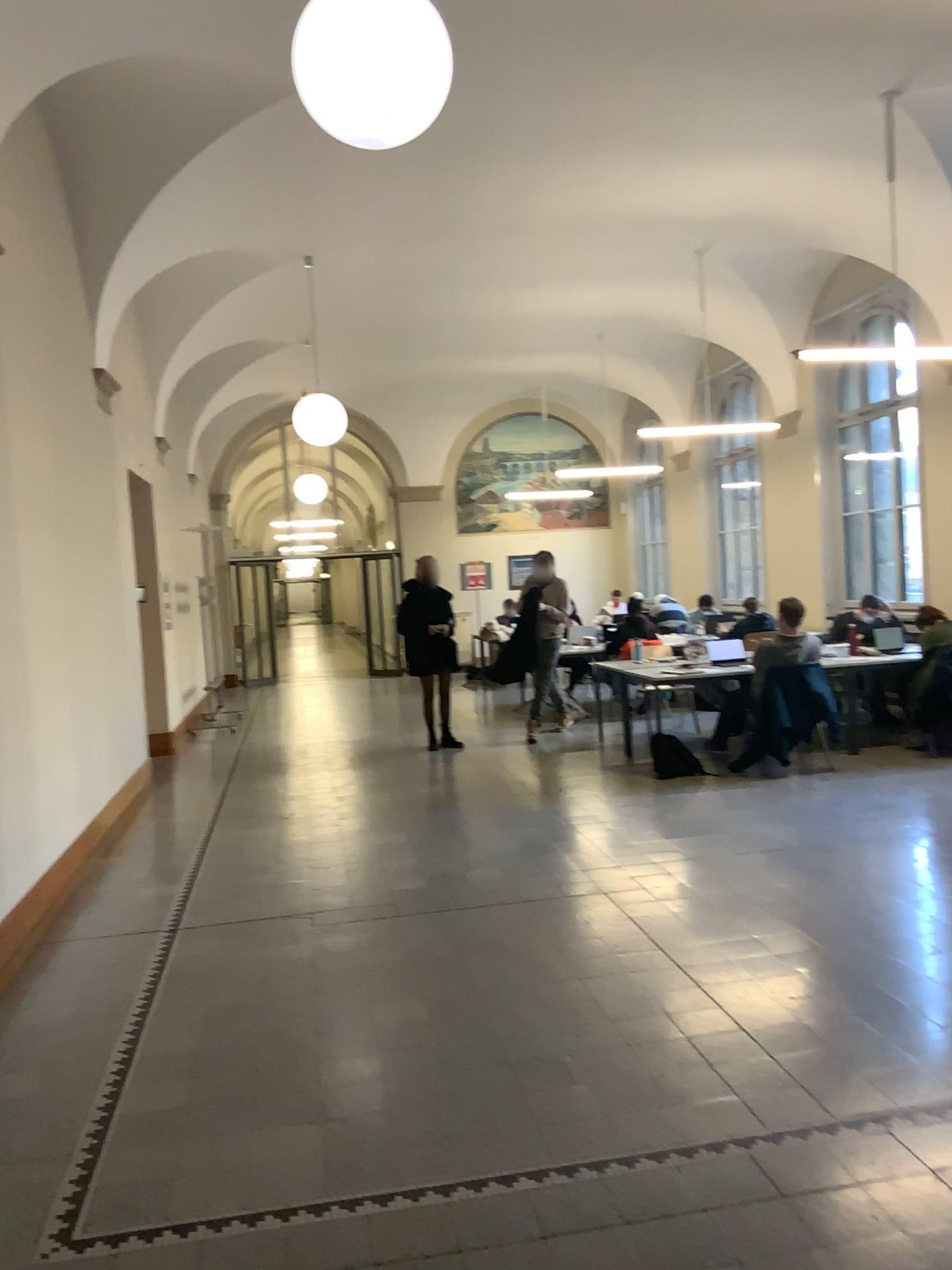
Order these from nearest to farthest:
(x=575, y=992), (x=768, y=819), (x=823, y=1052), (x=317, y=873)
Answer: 1. (x=823, y=1052)
2. (x=575, y=992)
3. (x=317, y=873)
4. (x=768, y=819)
